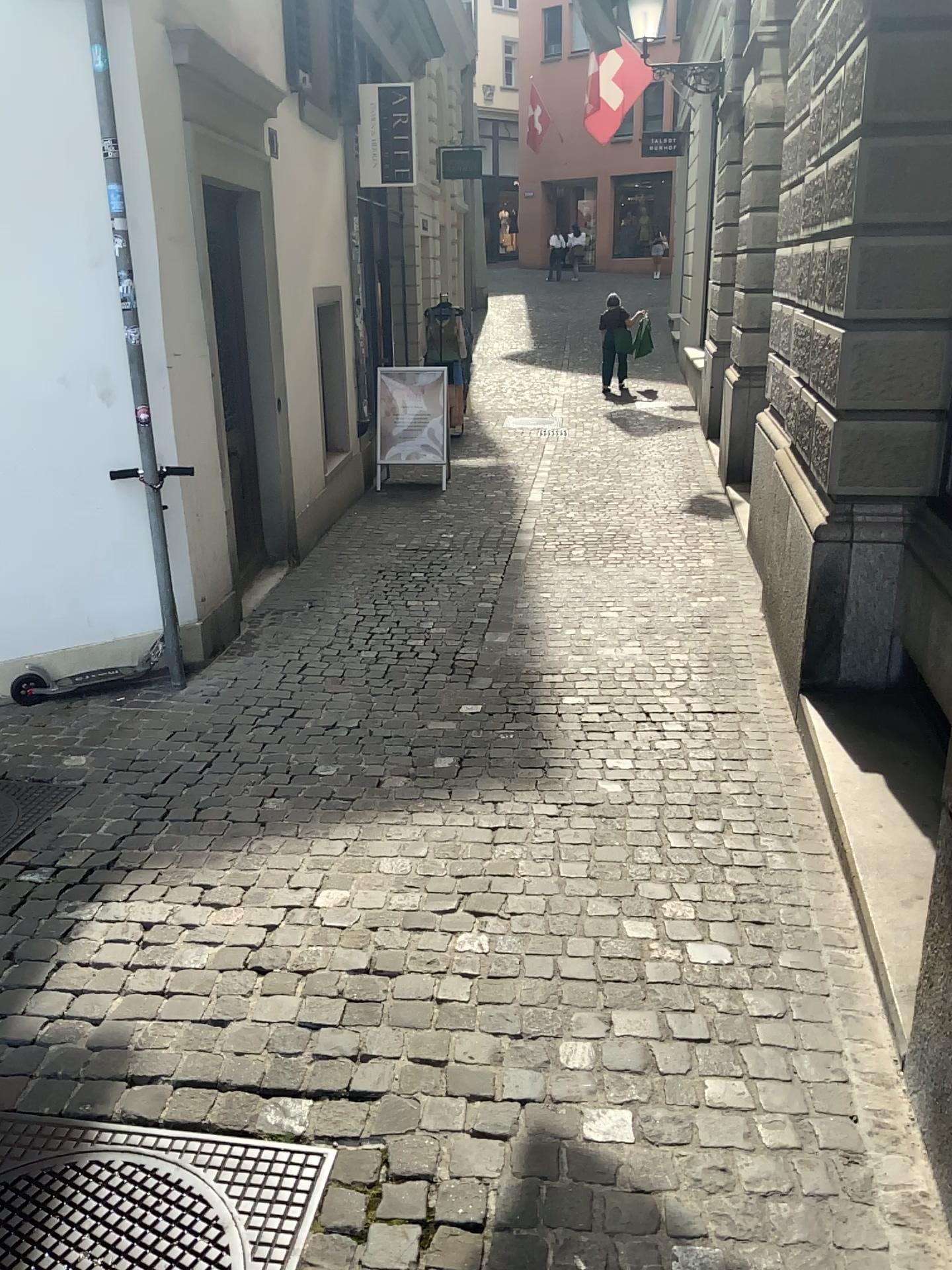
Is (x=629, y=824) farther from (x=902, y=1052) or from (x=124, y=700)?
(x=124, y=700)

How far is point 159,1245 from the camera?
1.84m

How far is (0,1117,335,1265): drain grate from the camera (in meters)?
1.84
